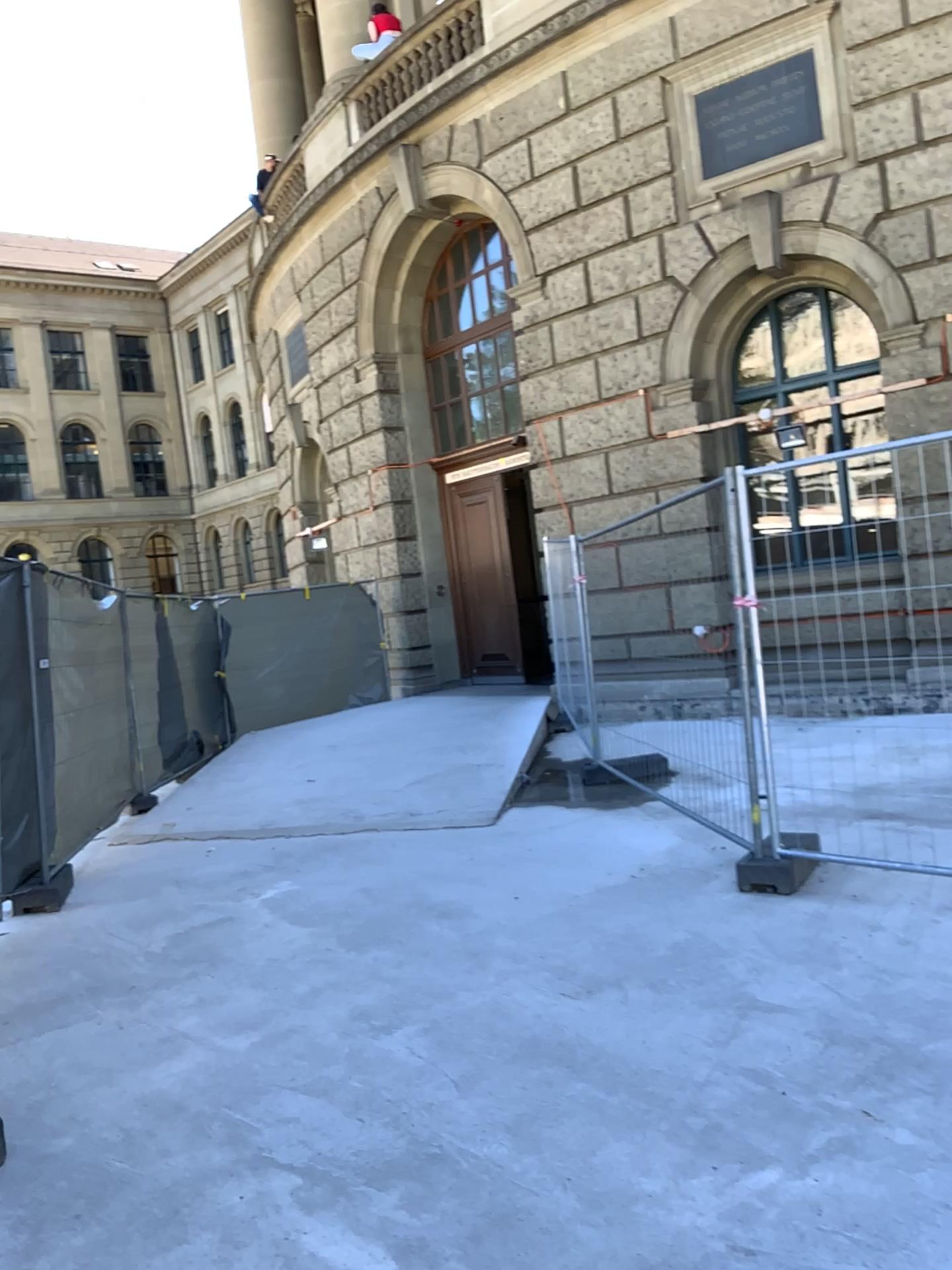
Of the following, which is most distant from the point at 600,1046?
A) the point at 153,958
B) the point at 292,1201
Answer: the point at 153,958
